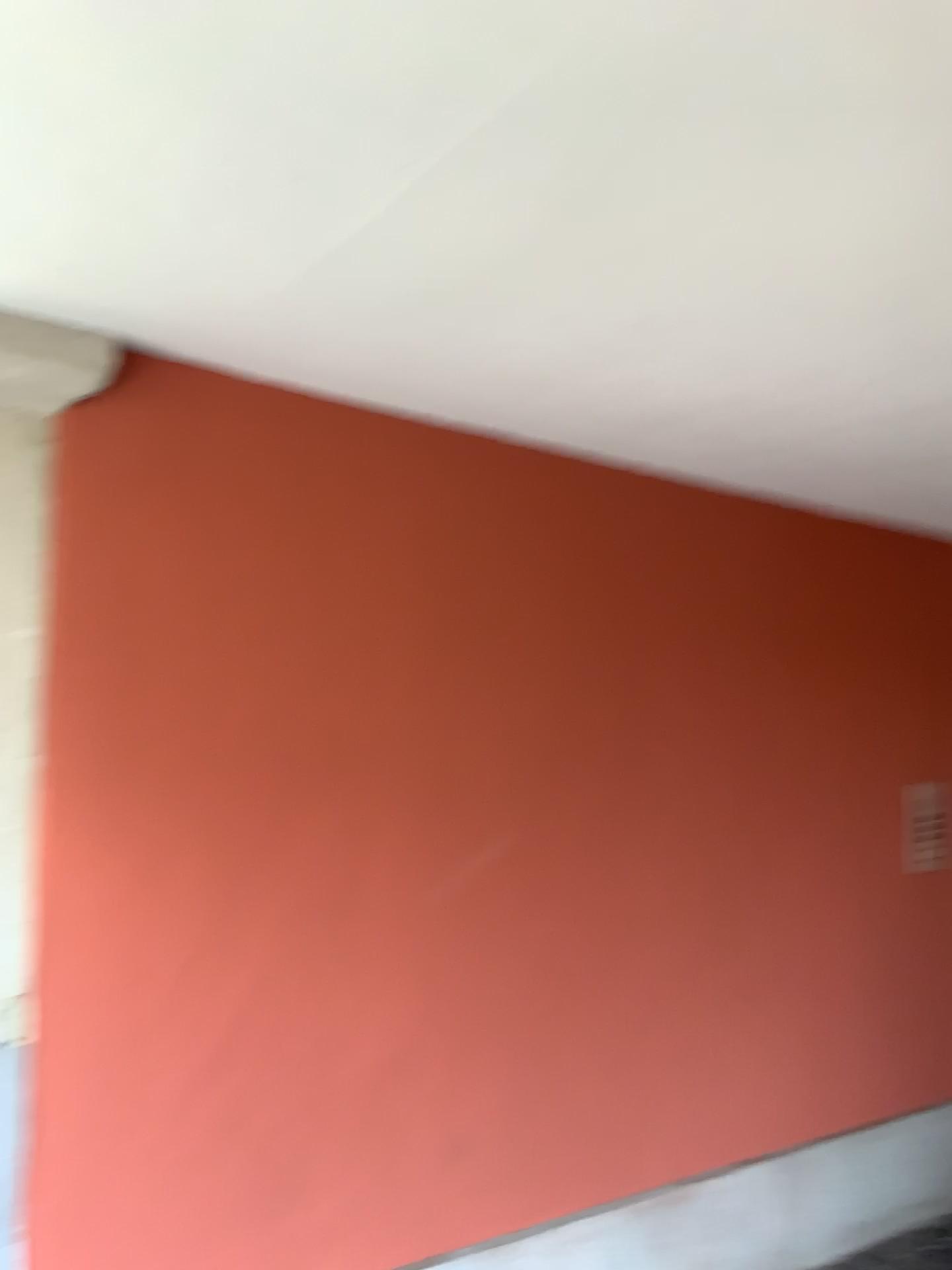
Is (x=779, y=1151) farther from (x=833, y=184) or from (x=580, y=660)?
(x=833, y=184)

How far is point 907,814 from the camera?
3.3 meters

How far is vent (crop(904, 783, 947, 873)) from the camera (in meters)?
3.26
